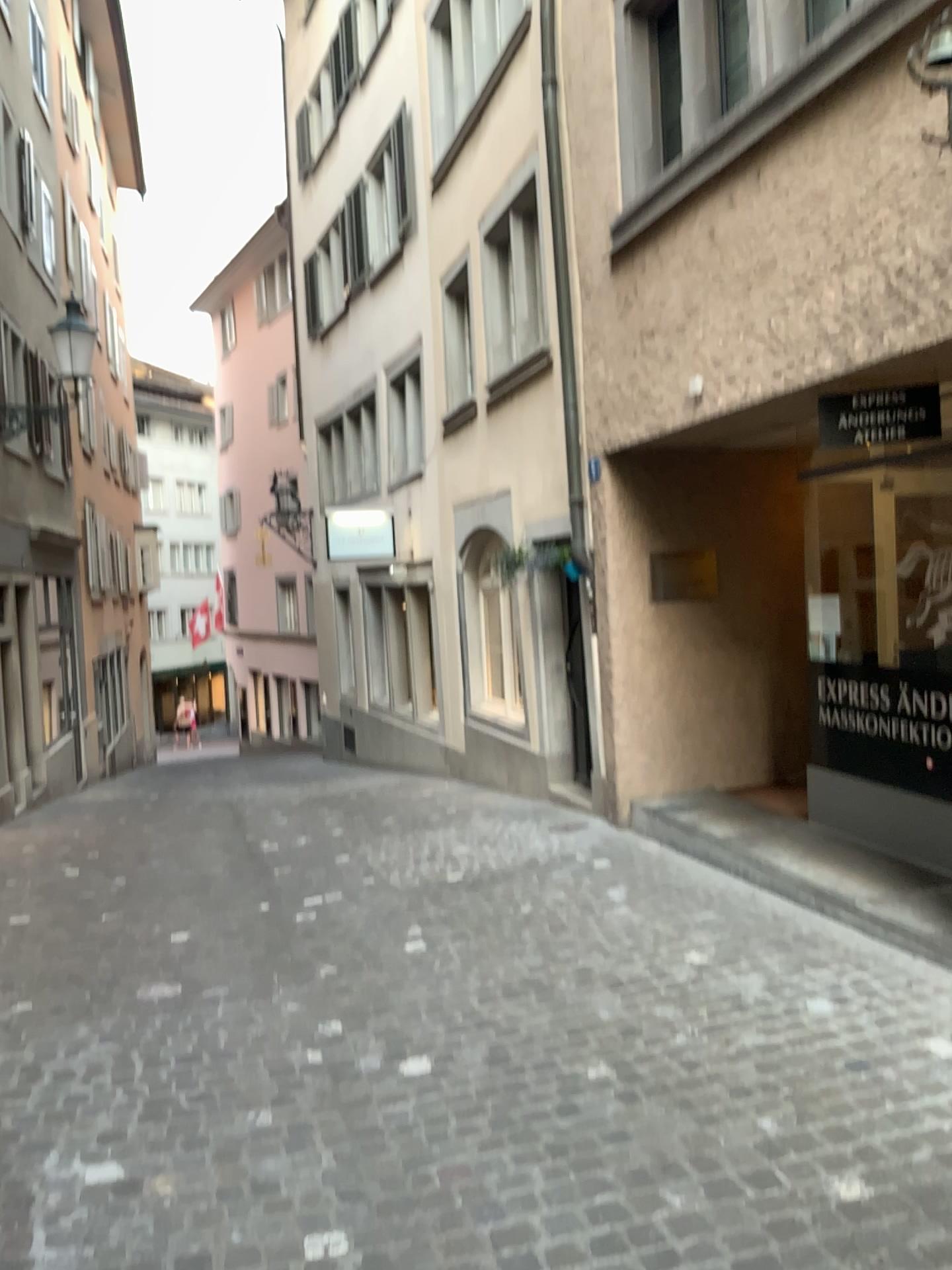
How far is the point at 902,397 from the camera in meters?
4.6 m

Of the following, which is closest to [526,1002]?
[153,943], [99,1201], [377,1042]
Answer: [377,1042]

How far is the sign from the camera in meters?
4.6
